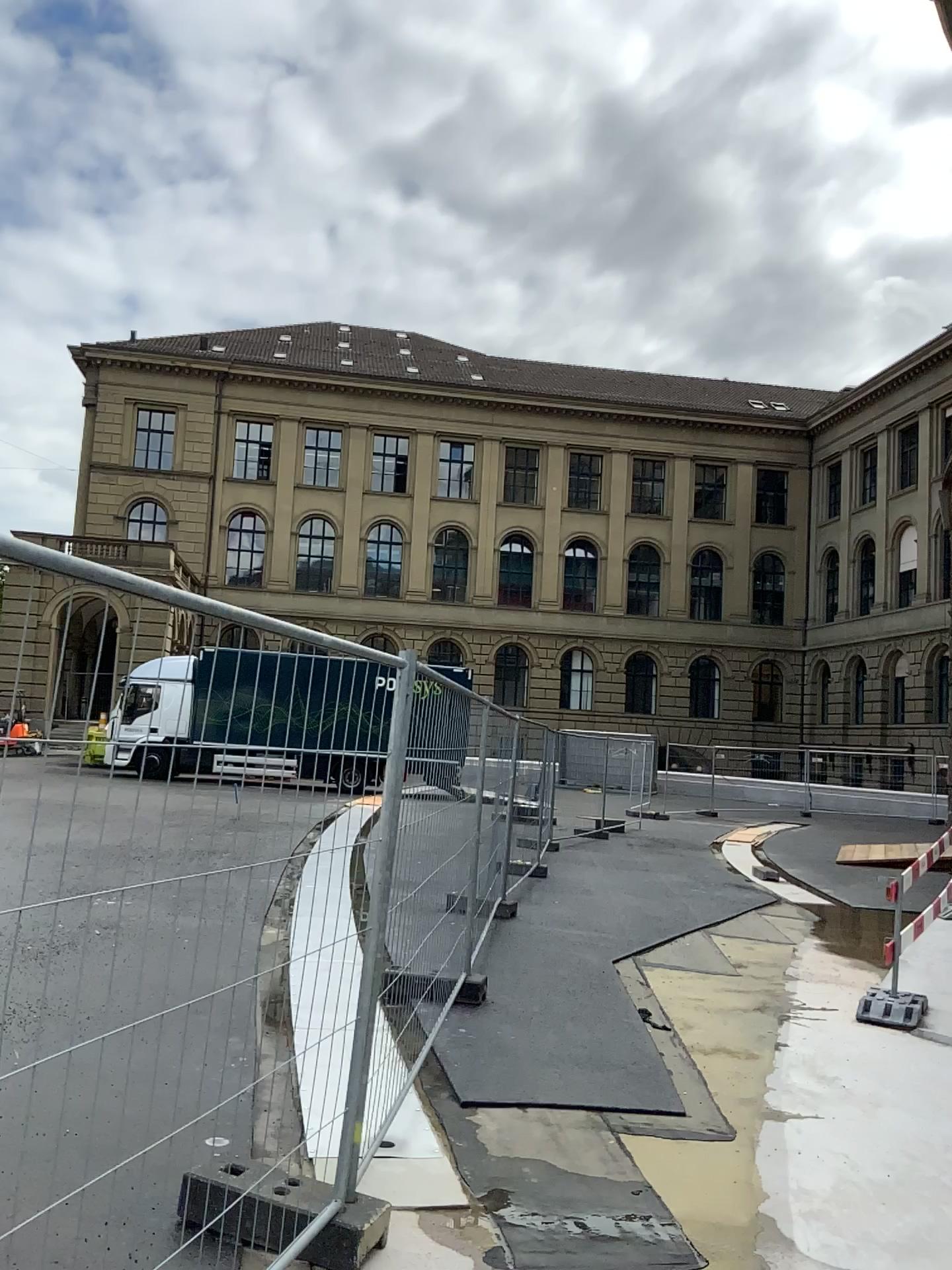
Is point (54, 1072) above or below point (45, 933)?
below
